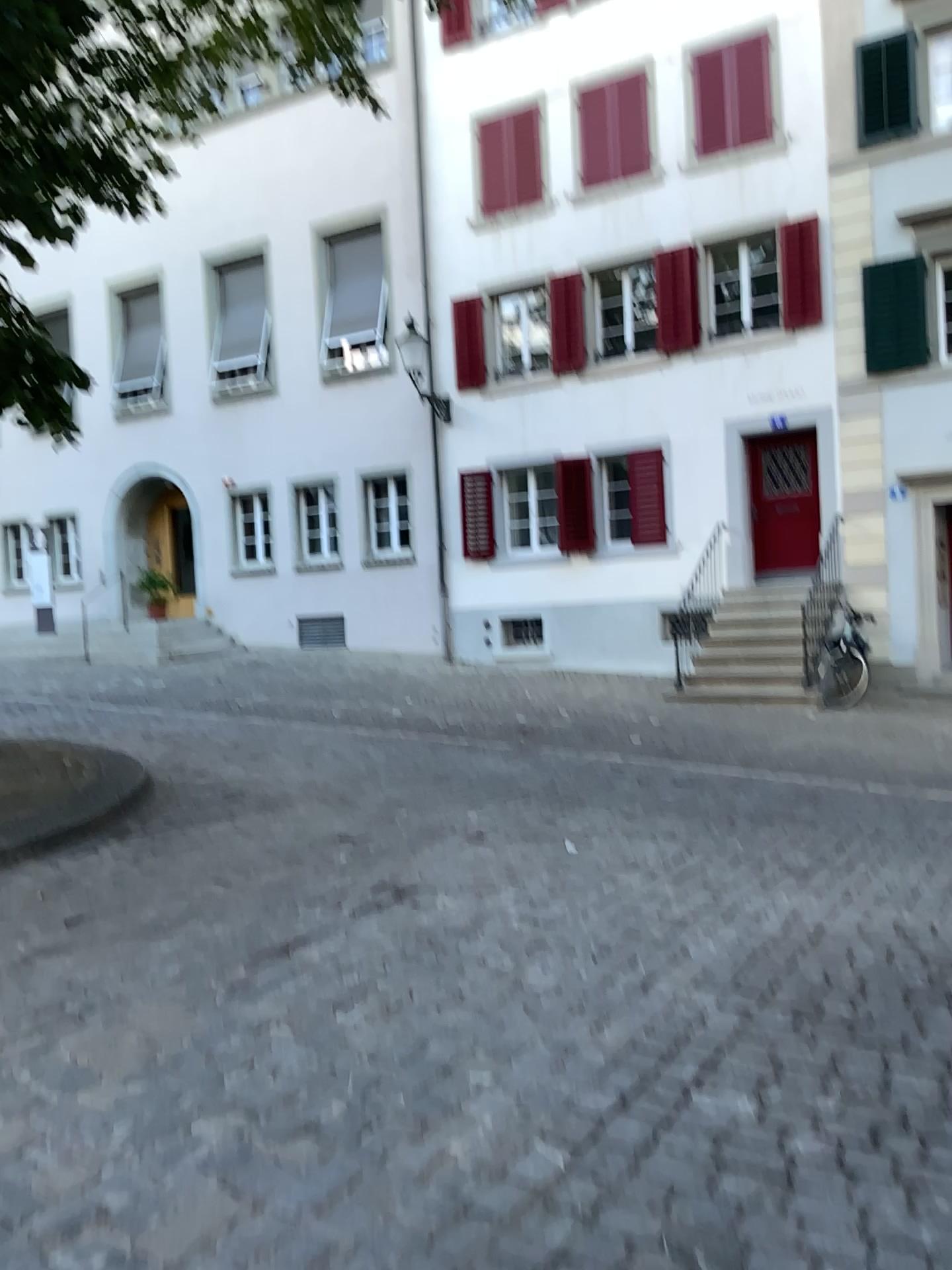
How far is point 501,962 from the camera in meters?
3.9 m
